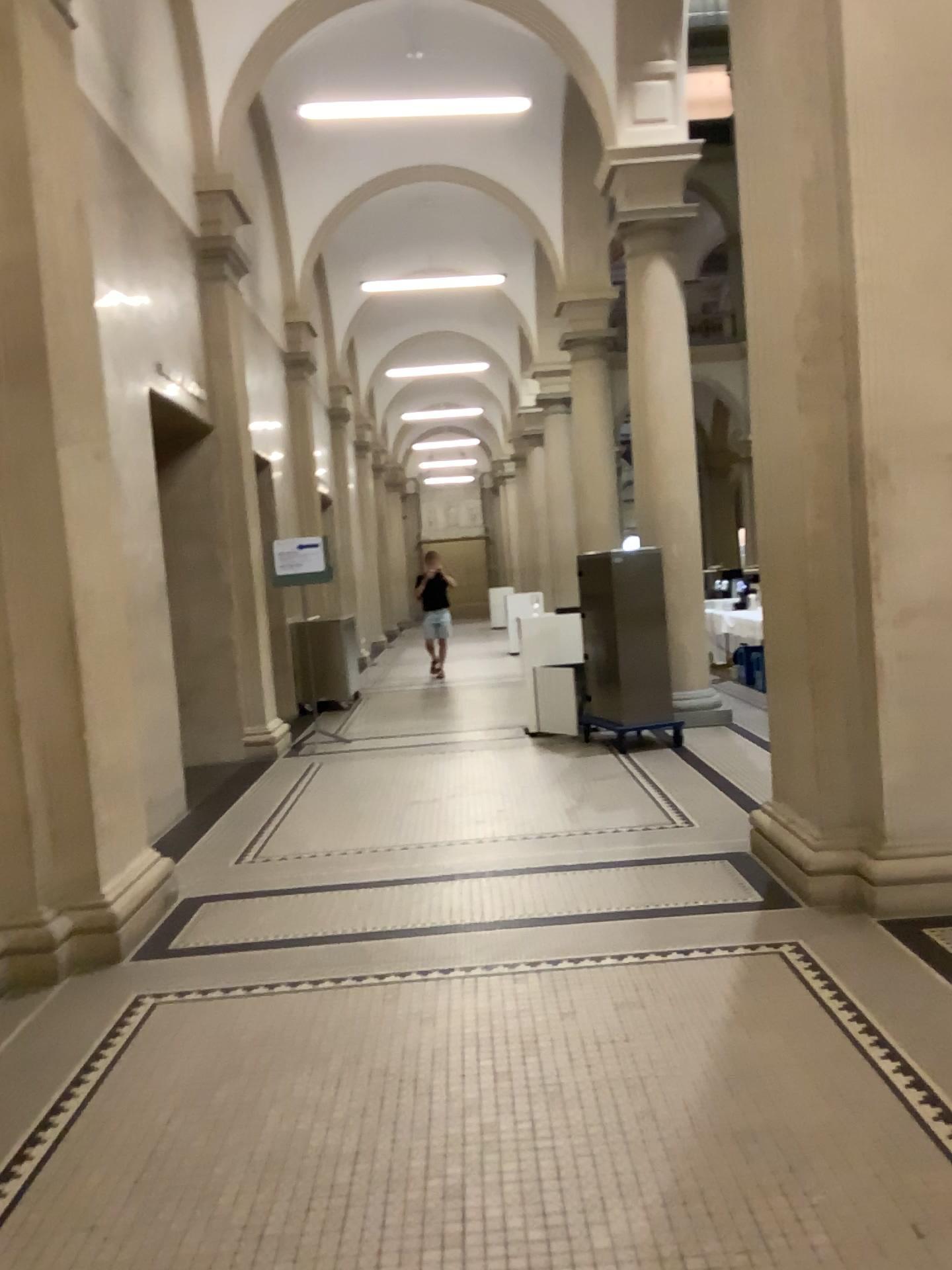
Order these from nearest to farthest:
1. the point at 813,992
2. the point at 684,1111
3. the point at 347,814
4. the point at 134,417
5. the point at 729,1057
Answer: the point at 684,1111, the point at 729,1057, the point at 813,992, the point at 134,417, the point at 347,814
